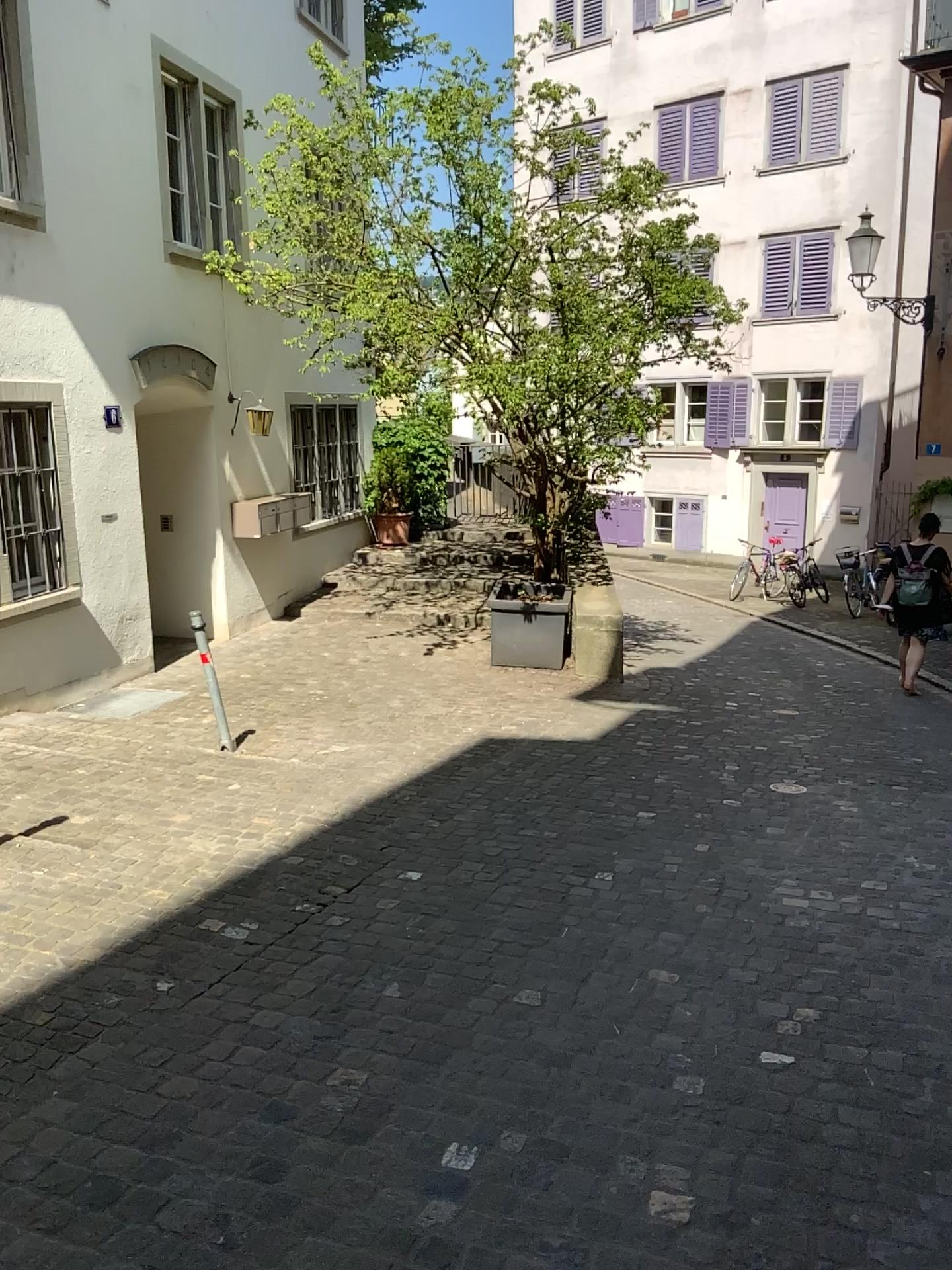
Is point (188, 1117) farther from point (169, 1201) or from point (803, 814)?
point (803, 814)
